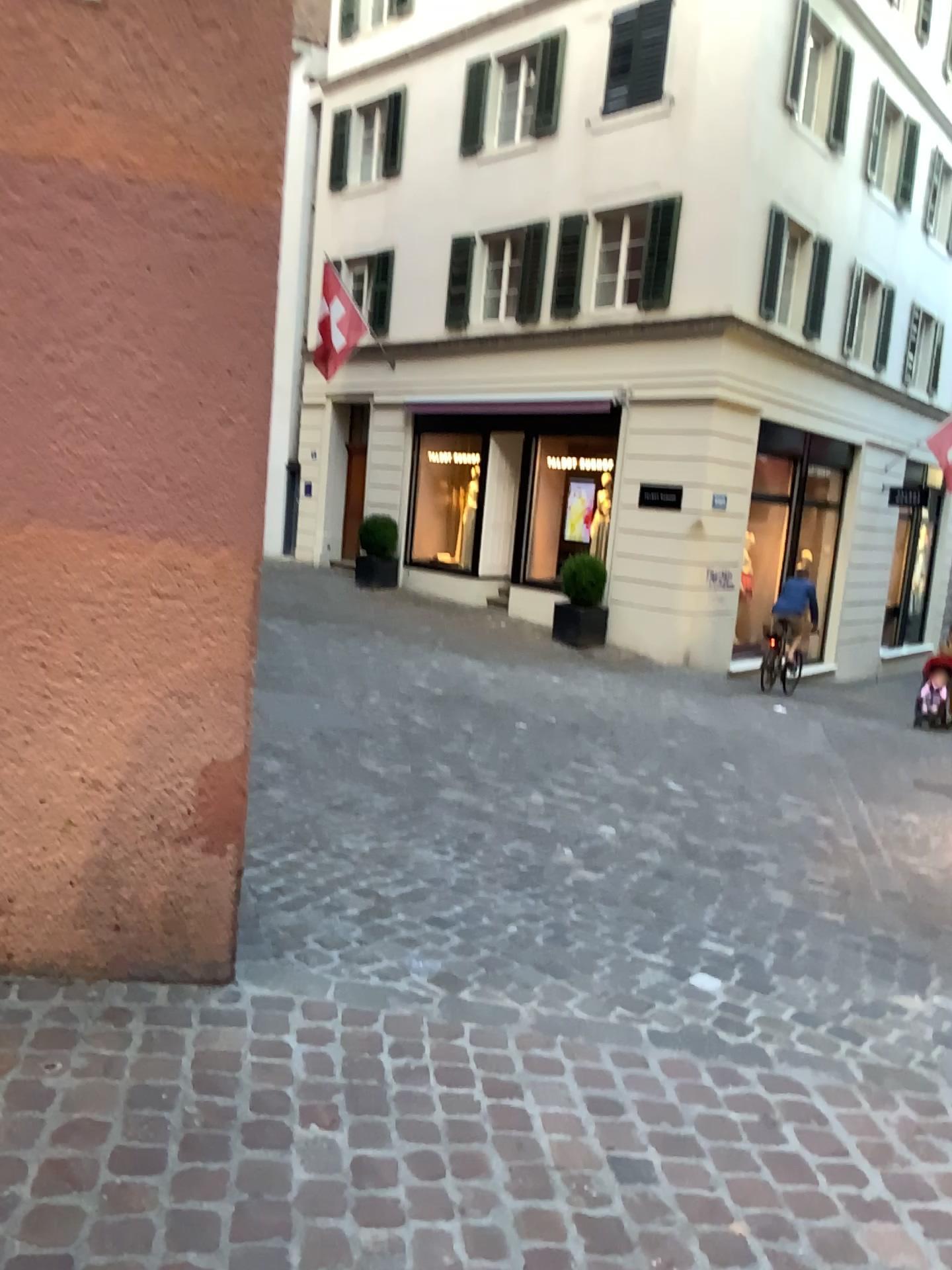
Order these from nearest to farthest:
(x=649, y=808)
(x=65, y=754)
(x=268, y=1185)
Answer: (x=268, y=1185) → (x=65, y=754) → (x=649, y=808)
